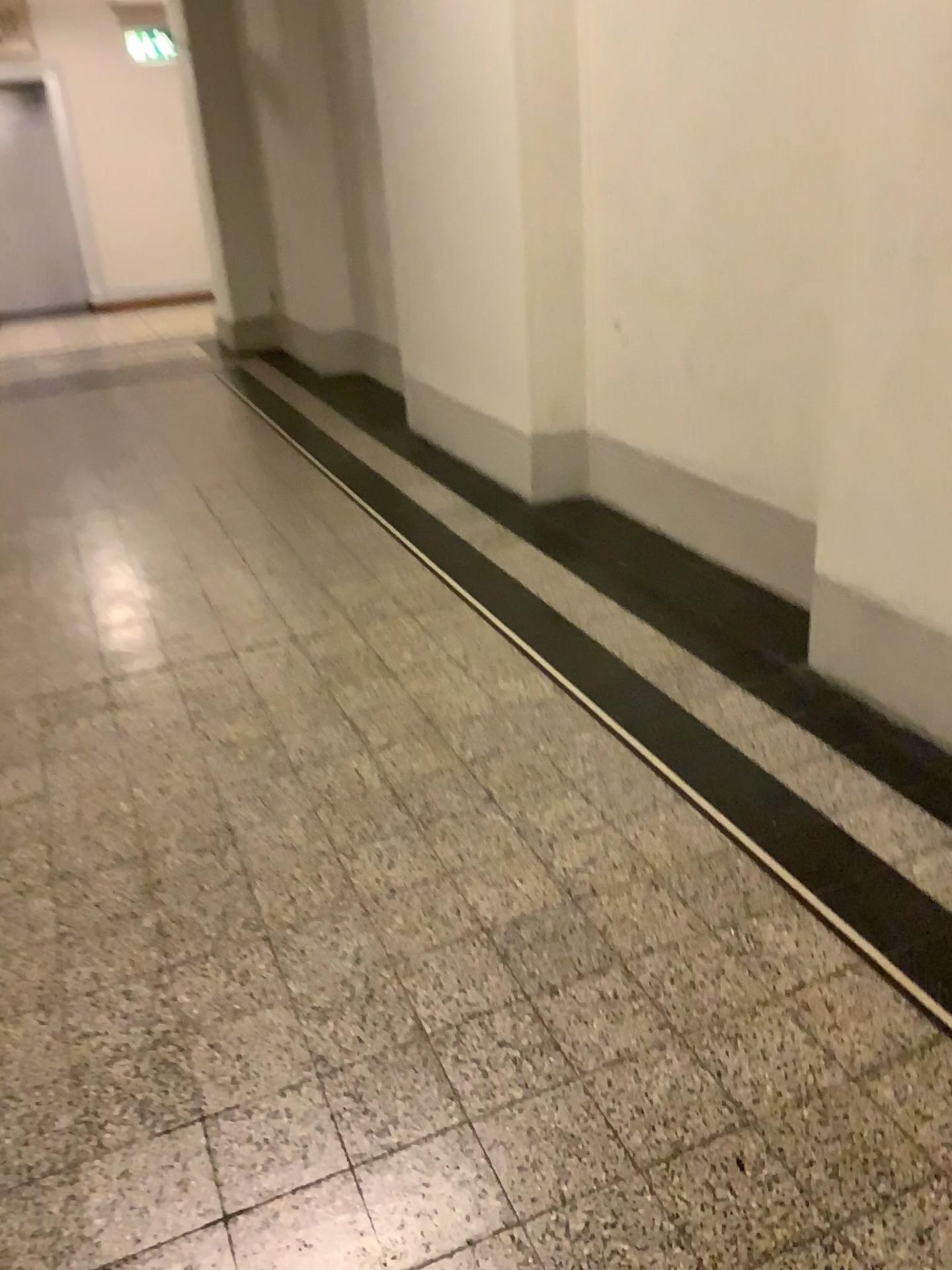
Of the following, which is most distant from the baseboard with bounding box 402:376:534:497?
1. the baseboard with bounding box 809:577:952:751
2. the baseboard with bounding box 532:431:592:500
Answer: the baseboard with bounding box 809:577:952:751

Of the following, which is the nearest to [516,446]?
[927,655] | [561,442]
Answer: [561,442]

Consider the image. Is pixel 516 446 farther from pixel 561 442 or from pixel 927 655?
pixel 927 655

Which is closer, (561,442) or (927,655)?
(927,655)

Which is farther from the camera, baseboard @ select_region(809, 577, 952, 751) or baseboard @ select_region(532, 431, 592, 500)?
baseboard @ select_region(532, 431, 592, 500)

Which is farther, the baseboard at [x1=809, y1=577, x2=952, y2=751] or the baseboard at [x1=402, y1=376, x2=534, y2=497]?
the baseboard at [x1=402, y1=376, x2=534, y2=497]

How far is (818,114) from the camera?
2.8 meters

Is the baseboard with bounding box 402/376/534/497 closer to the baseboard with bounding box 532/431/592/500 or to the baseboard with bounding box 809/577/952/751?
the baseboard with bounding box 532/431/592/500
